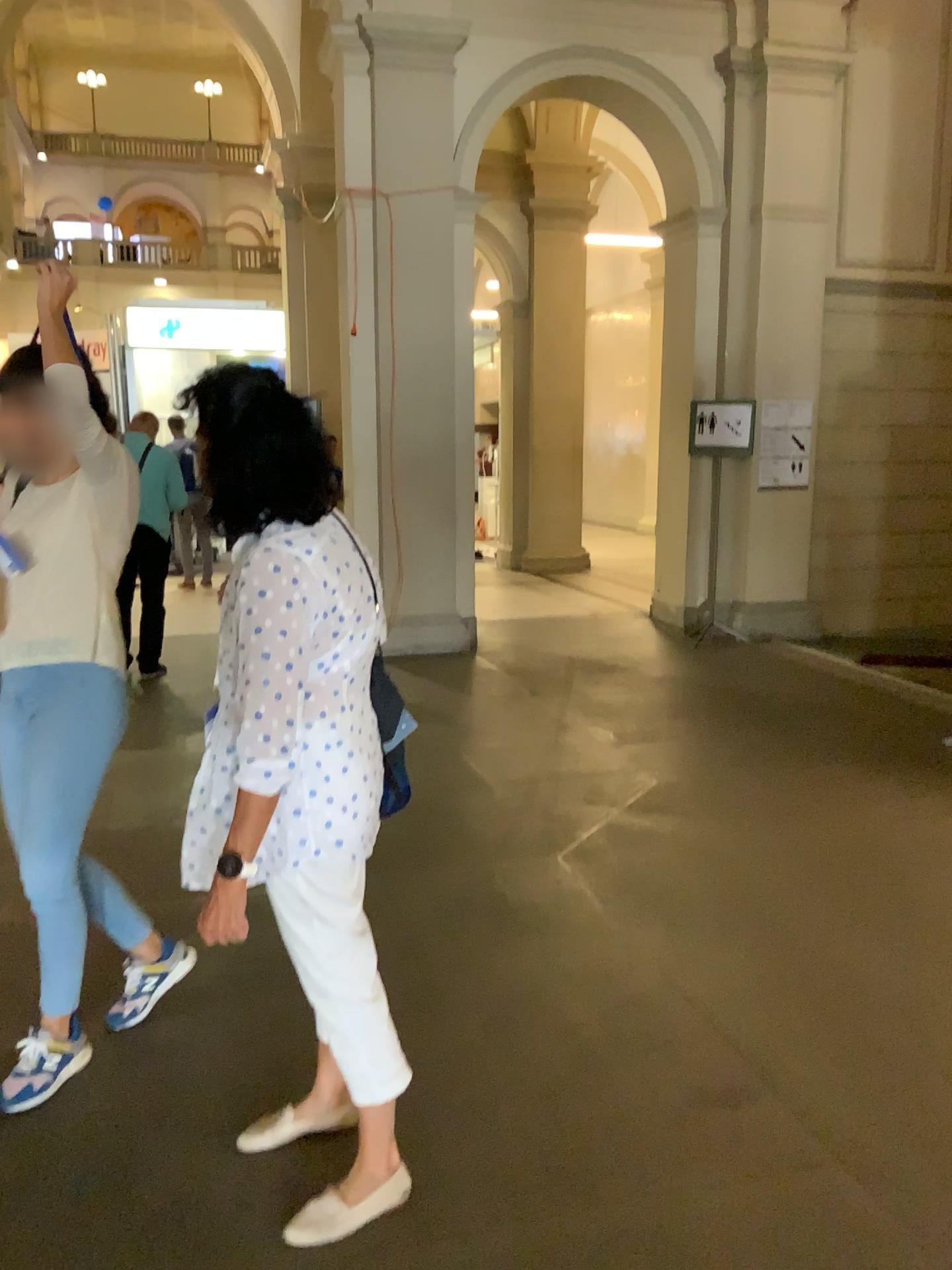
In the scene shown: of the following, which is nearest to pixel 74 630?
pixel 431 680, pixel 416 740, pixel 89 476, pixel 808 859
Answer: pixel 89 476

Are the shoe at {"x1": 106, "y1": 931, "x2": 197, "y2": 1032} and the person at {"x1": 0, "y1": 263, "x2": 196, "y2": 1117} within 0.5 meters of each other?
yes

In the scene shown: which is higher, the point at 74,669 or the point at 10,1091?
the point at 74,669

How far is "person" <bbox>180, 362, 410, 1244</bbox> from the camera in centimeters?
176cm

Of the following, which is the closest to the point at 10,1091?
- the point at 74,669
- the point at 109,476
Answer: the point at 74,669

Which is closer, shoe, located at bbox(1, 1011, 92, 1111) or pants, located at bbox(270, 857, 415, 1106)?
pants, located at bbox(270, 857, 415, 1106)

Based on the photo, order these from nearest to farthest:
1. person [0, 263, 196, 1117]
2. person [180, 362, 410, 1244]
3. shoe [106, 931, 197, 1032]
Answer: person [180, 362, 410, 1244] < person [0, 263, 196, 1117] < shoe [106, 931, 197, 1032]

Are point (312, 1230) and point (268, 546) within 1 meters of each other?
no

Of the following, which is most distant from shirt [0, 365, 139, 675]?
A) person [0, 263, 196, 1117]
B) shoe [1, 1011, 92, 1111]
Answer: shoe [1, 1011, 92, 1111]

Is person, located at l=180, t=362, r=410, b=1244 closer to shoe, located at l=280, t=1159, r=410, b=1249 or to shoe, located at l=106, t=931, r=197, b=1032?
shoe, located at l=280, t=1159, r=410, b=1249
